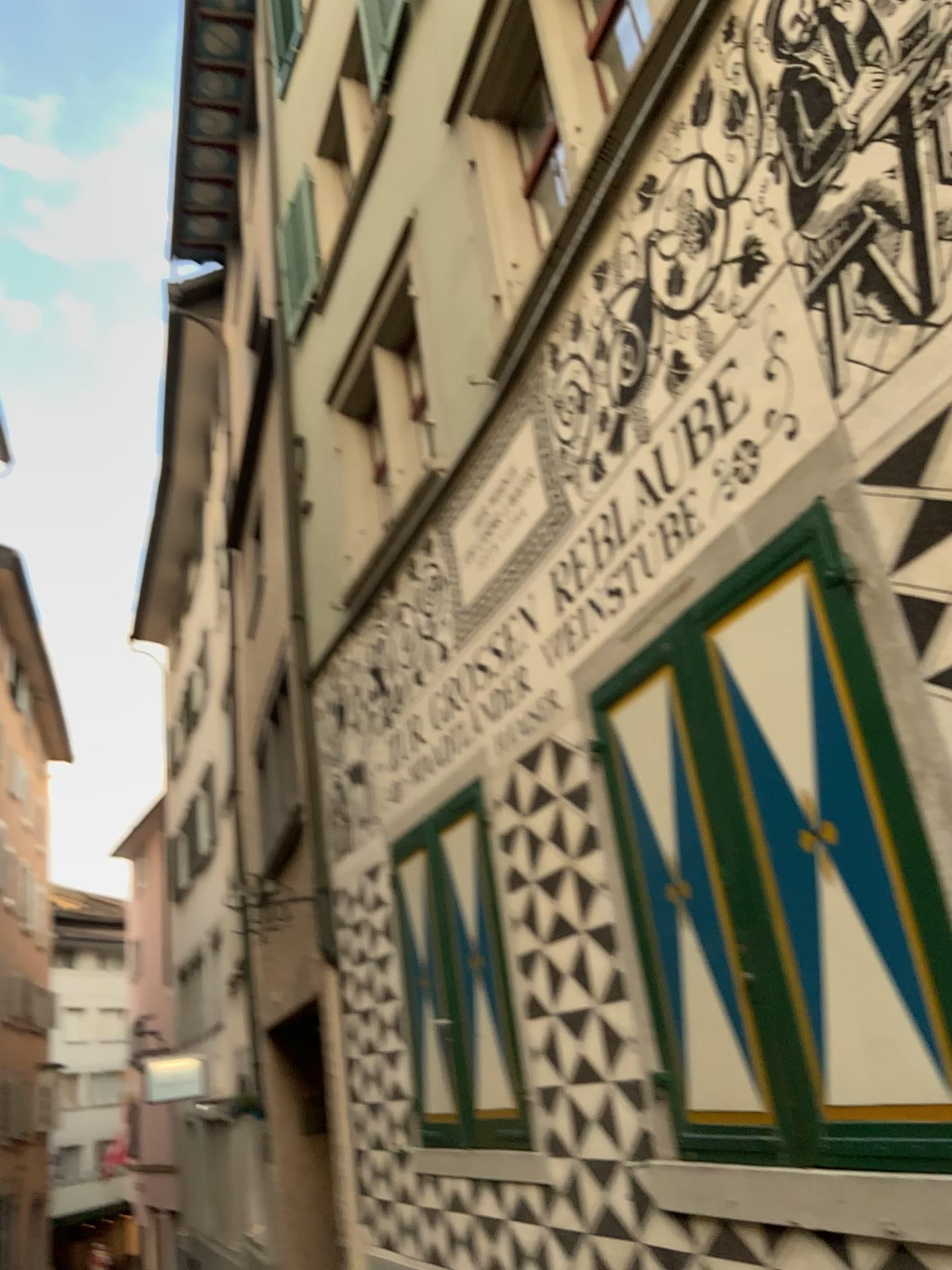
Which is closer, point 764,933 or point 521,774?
point 764,933
